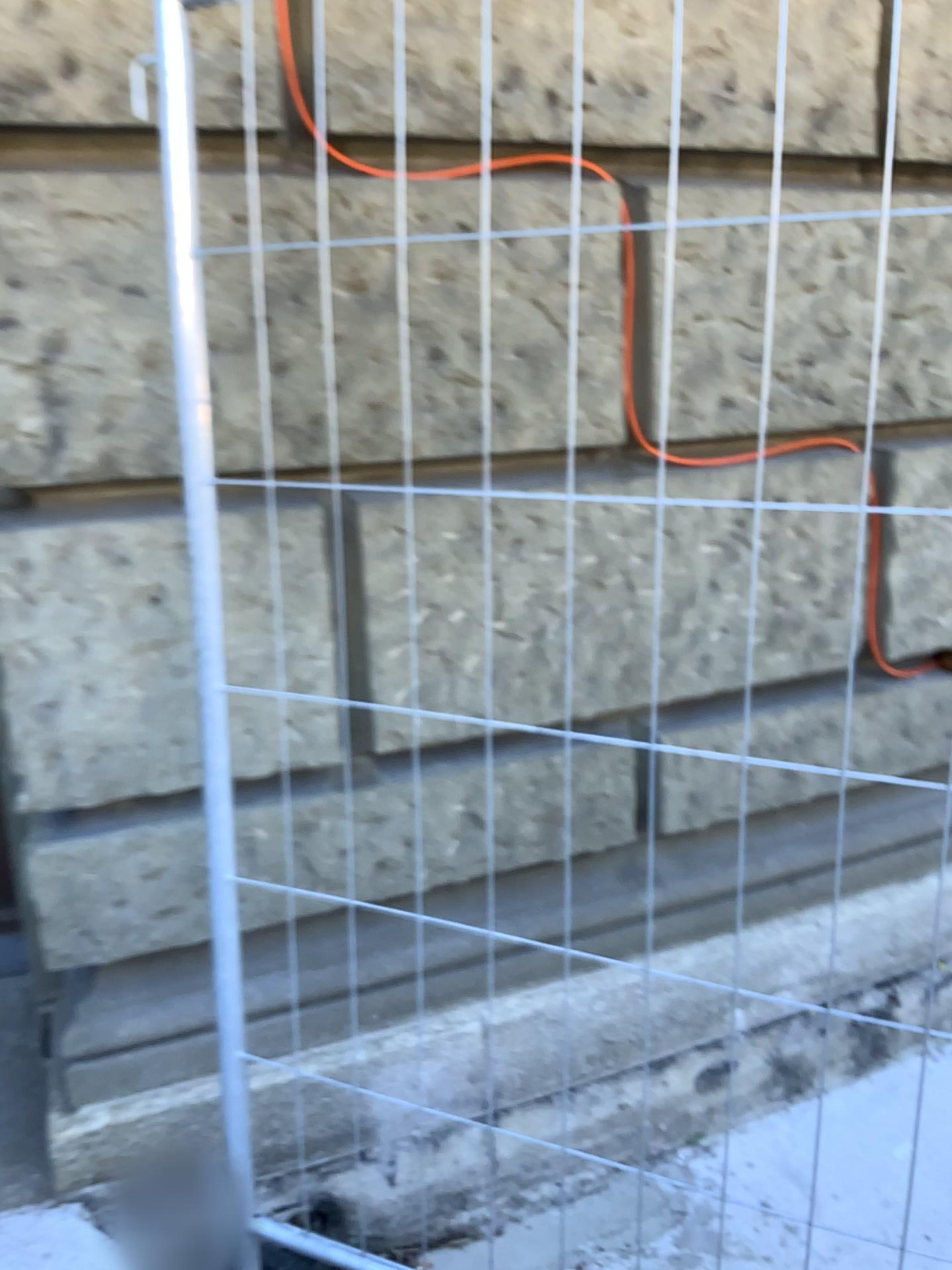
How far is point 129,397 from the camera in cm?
163

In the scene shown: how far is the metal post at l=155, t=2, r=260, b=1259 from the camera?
1.4 meters

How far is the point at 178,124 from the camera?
1.37m
